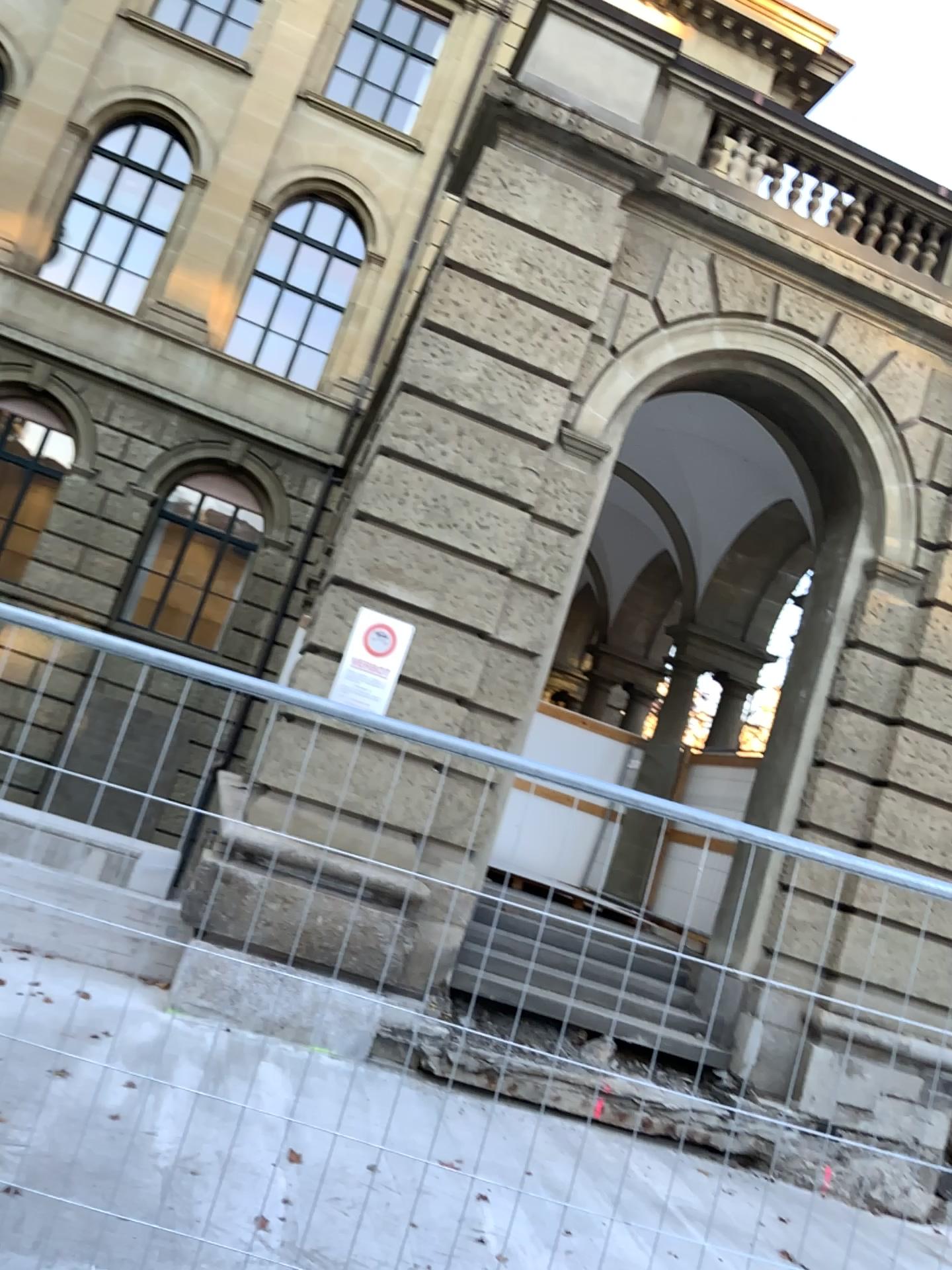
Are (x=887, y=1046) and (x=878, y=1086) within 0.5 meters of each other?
yes
